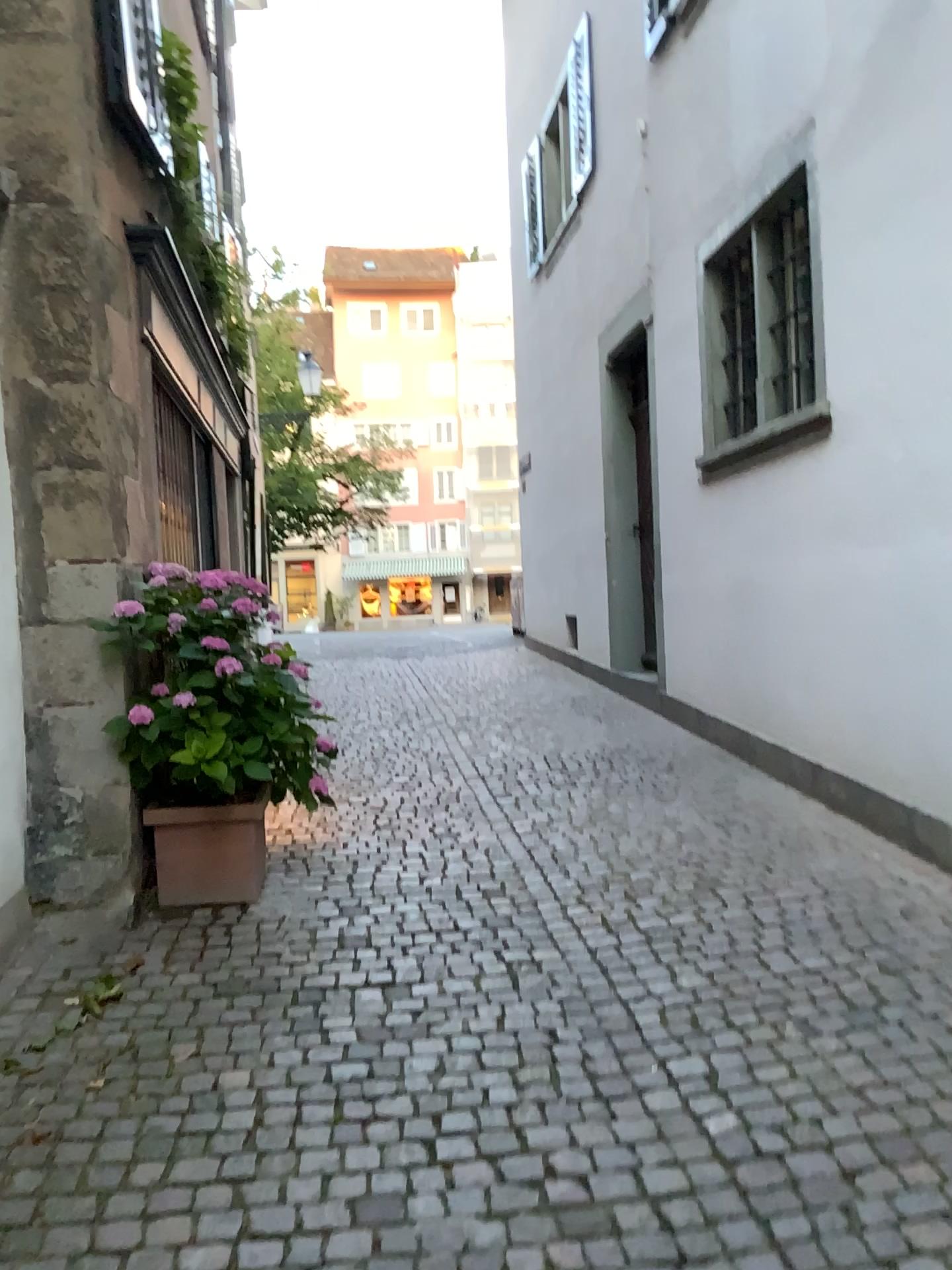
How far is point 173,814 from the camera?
4.1 meters

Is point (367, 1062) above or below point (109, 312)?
below

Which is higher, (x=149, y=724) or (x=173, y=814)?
(x=149, y=724)

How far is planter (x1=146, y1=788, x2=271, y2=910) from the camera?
4.1m

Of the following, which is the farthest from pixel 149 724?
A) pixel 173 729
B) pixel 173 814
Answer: pixel 173 814
